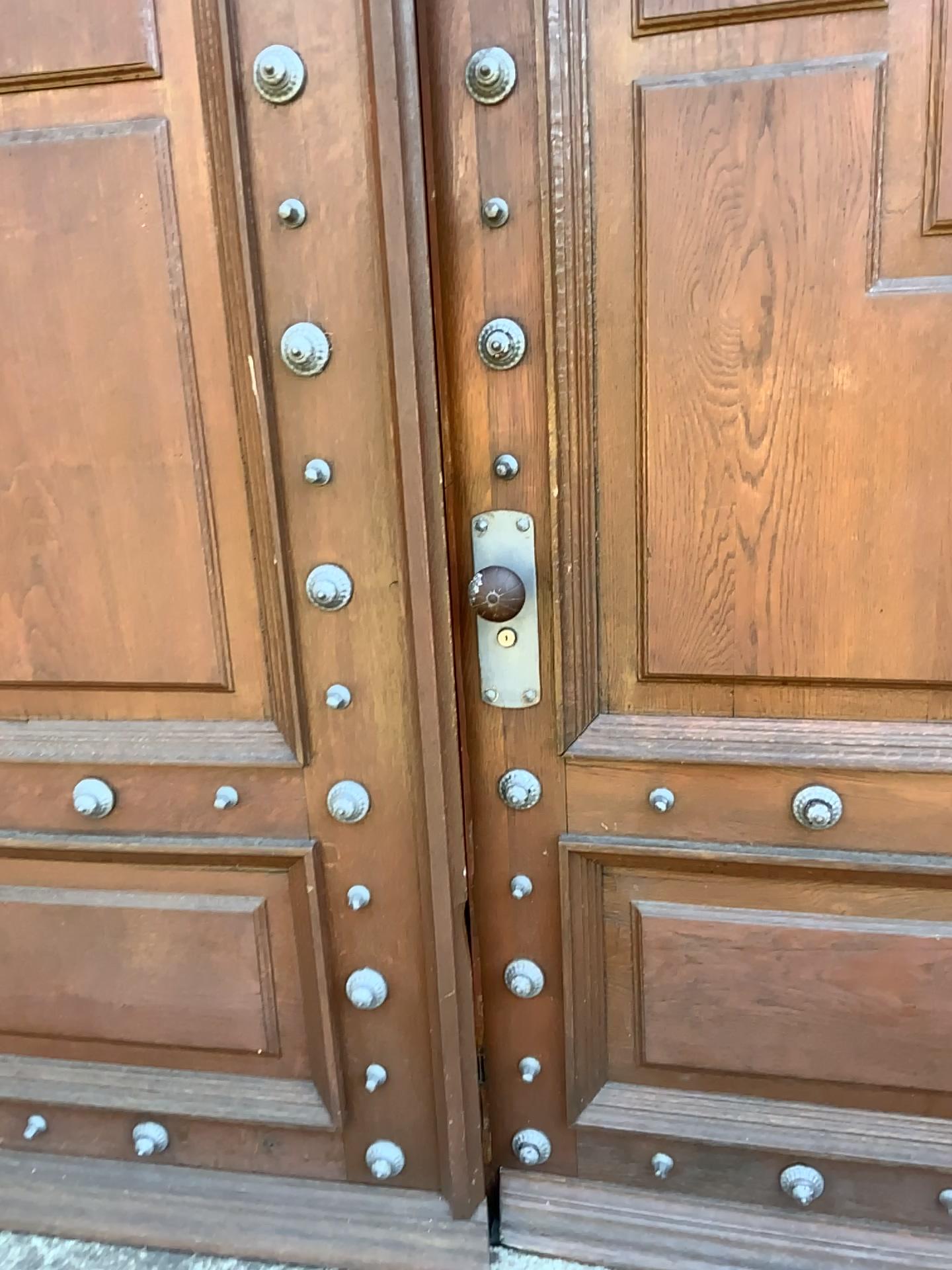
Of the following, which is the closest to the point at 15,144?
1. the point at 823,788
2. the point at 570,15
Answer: the point at 570,15

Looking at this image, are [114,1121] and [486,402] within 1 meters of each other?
no

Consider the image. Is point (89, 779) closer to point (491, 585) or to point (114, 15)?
point (491, 585)

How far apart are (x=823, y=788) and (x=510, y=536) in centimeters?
52cm

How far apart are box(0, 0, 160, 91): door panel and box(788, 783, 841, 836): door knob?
1.22m

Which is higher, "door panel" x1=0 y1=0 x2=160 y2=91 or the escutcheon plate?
"door panel" x1=0 y1=0 x2=160 y2=91

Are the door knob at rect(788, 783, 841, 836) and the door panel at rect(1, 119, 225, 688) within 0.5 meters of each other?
no

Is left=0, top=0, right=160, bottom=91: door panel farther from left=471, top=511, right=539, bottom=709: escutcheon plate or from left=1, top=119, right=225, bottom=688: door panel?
left=471, top=511, right=539, bottom=709: escutcheon plate

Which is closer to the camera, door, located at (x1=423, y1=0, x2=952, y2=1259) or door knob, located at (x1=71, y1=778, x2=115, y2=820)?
door, located at (x1=423, y1=0, x2=952, y2=1259)

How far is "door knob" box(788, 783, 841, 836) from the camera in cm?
138
